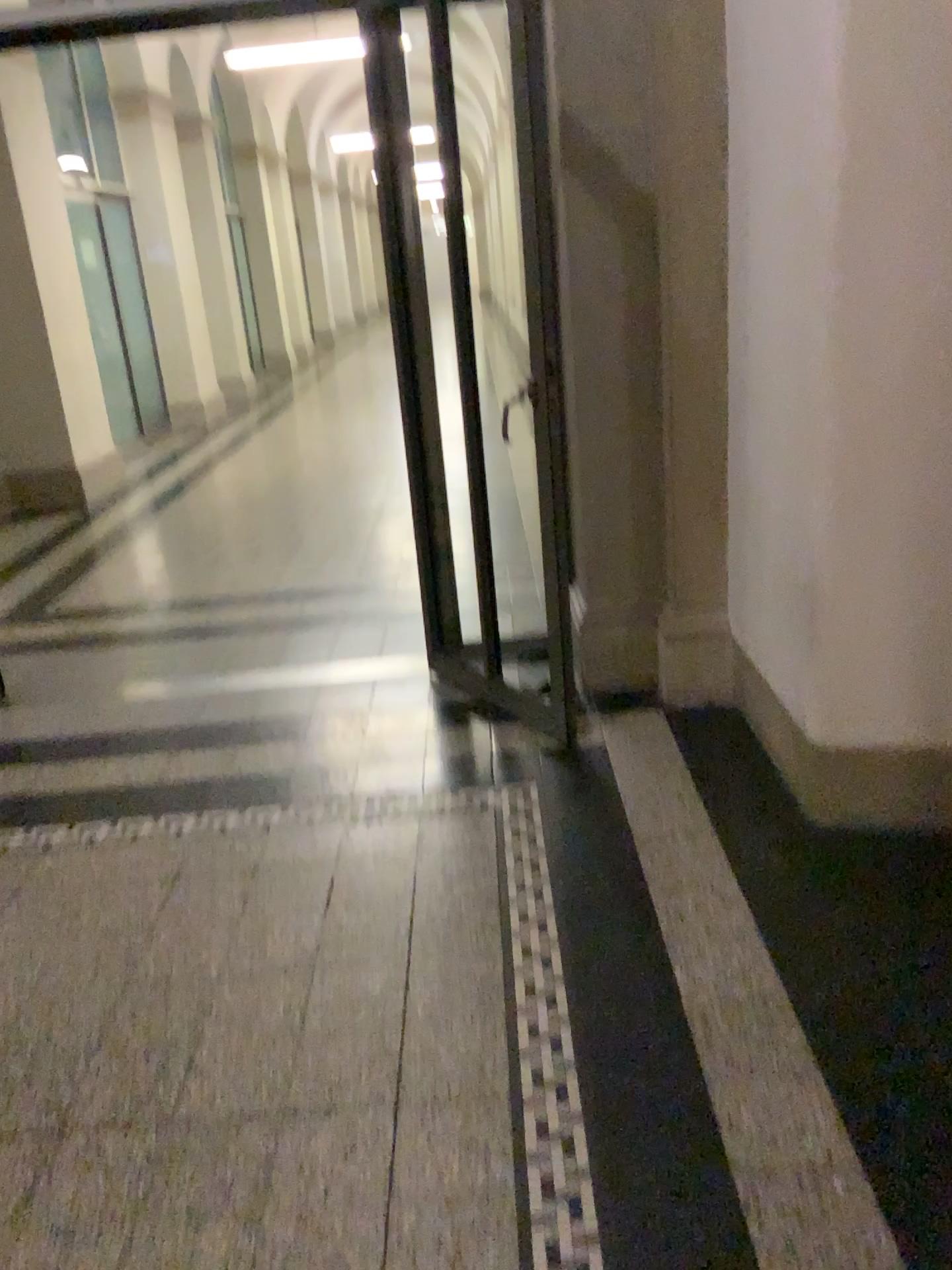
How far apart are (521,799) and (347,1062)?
1.0m
